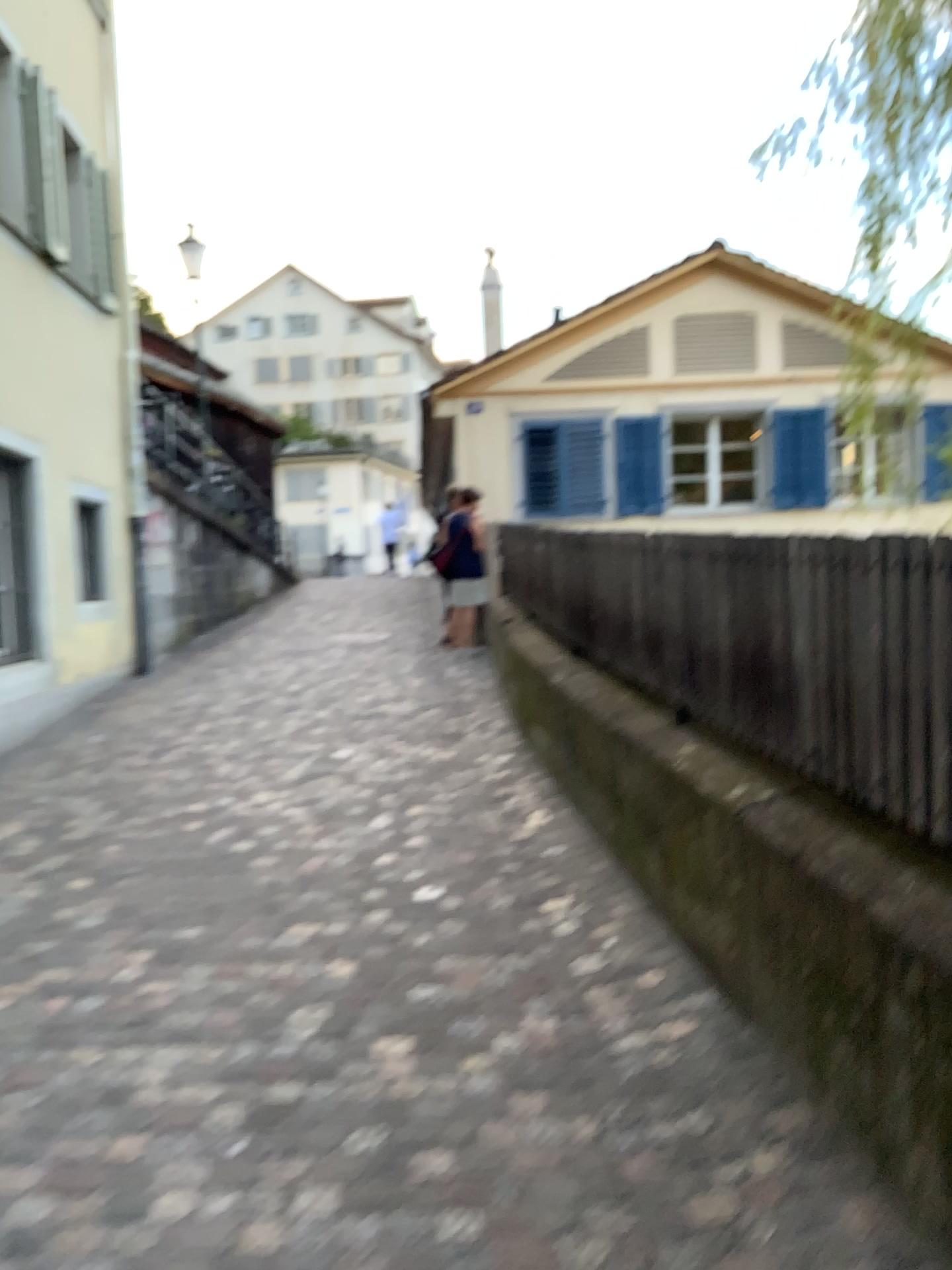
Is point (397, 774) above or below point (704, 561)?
below
